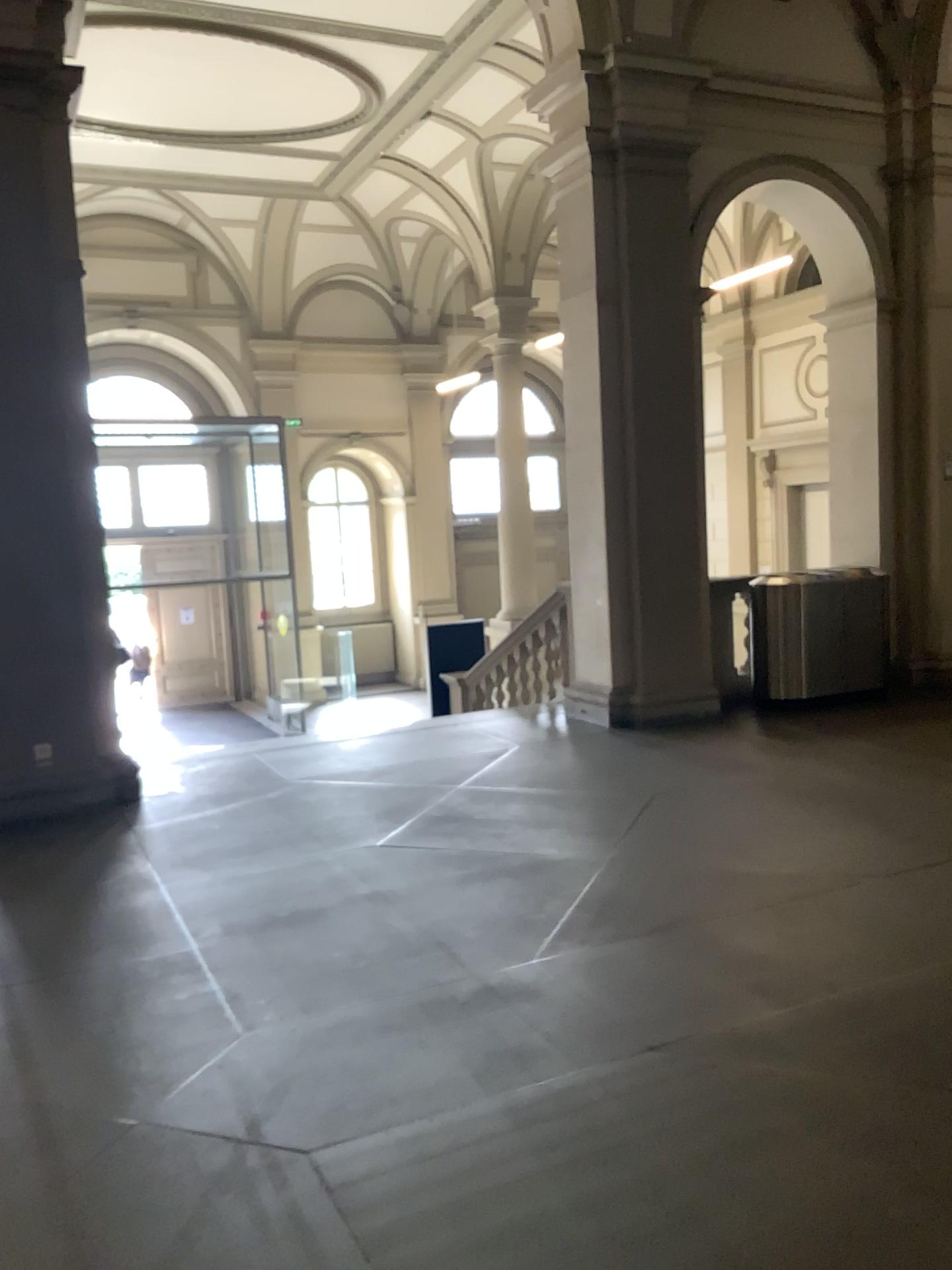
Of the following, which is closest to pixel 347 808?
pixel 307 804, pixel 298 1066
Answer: pixel 307 804
